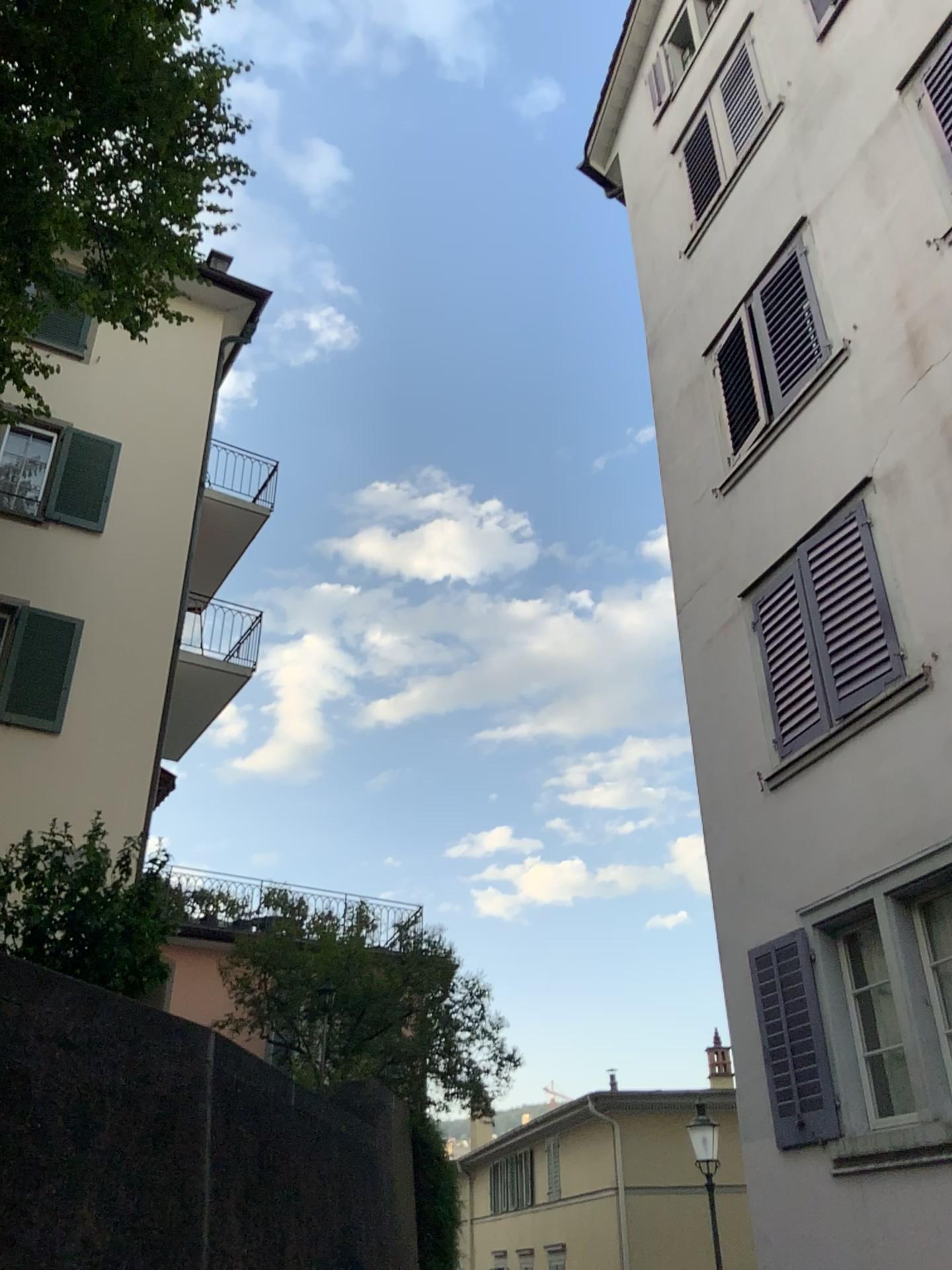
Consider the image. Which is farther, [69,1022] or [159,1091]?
[159,1091]
